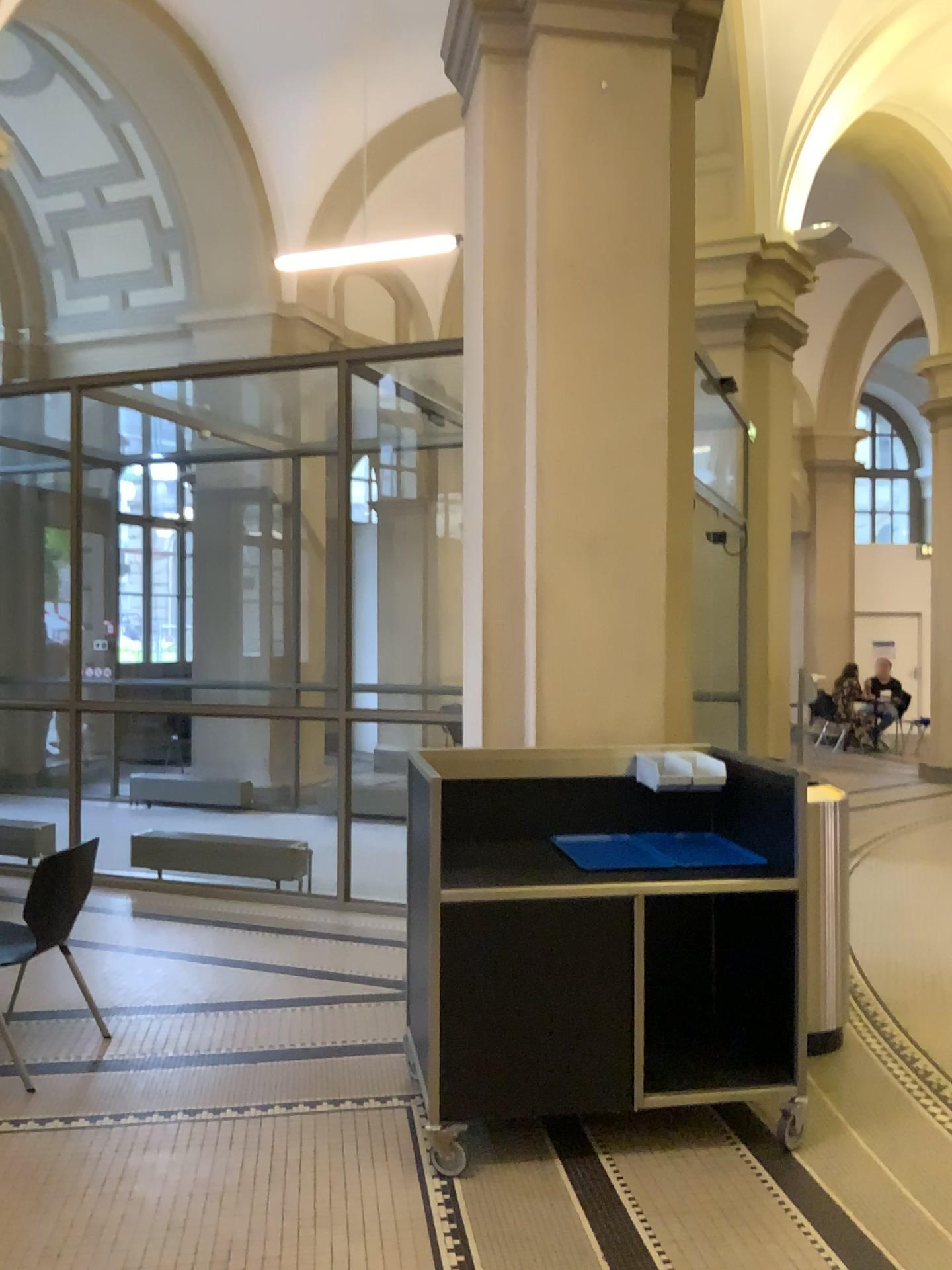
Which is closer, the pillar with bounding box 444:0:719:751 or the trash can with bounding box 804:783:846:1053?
the trash can with bounding box 804:783:846:1053

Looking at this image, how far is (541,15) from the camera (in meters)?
4.12

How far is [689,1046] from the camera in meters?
3.7 m

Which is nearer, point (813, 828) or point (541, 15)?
point (813, 828)

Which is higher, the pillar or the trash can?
the pillar

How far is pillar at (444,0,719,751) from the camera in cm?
412

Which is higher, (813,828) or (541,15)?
(541,15)
